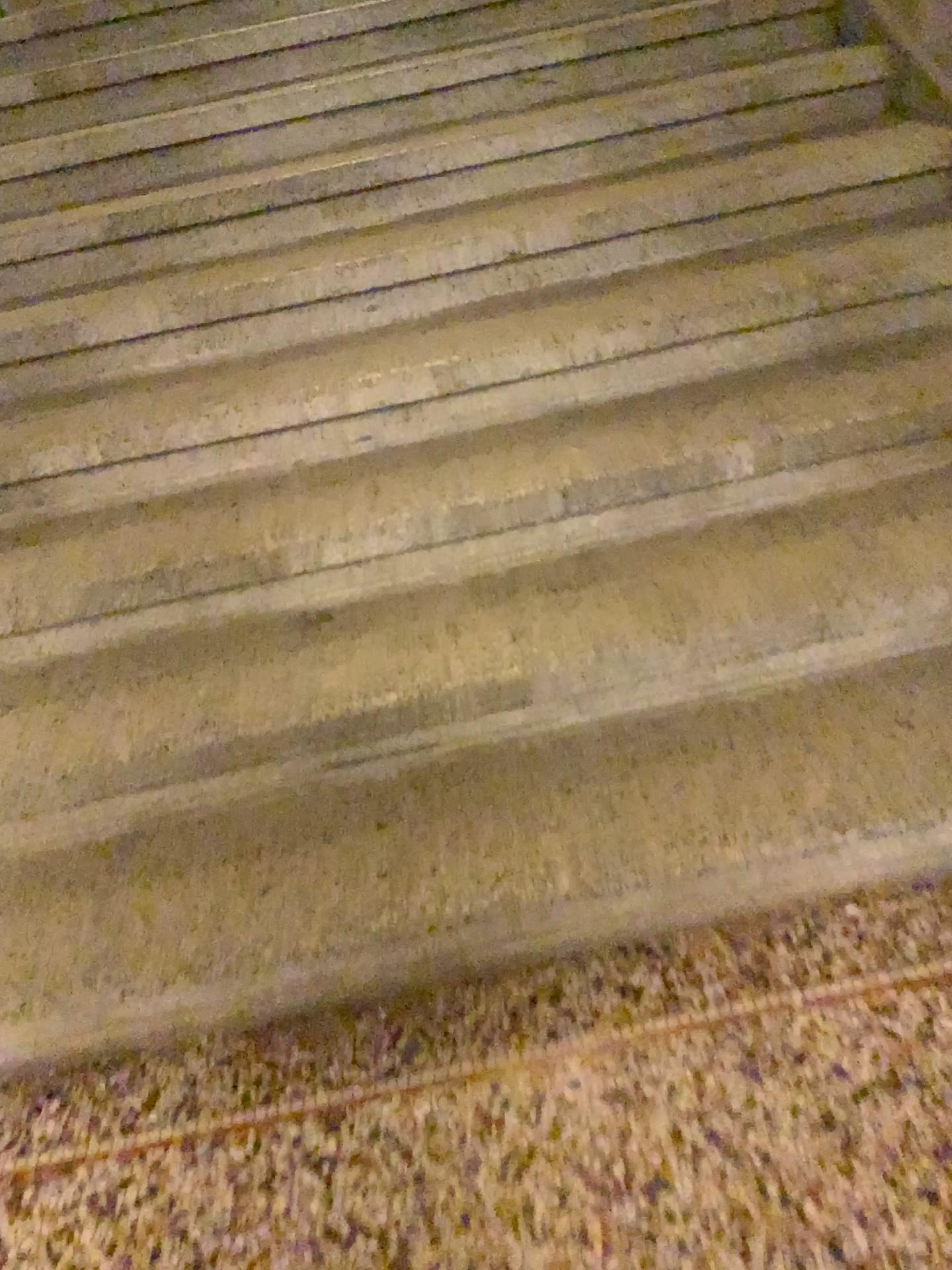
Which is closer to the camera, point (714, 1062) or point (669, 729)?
point (714, 1062)

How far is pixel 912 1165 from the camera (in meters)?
1.23

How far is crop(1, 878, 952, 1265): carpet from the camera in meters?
1.2
